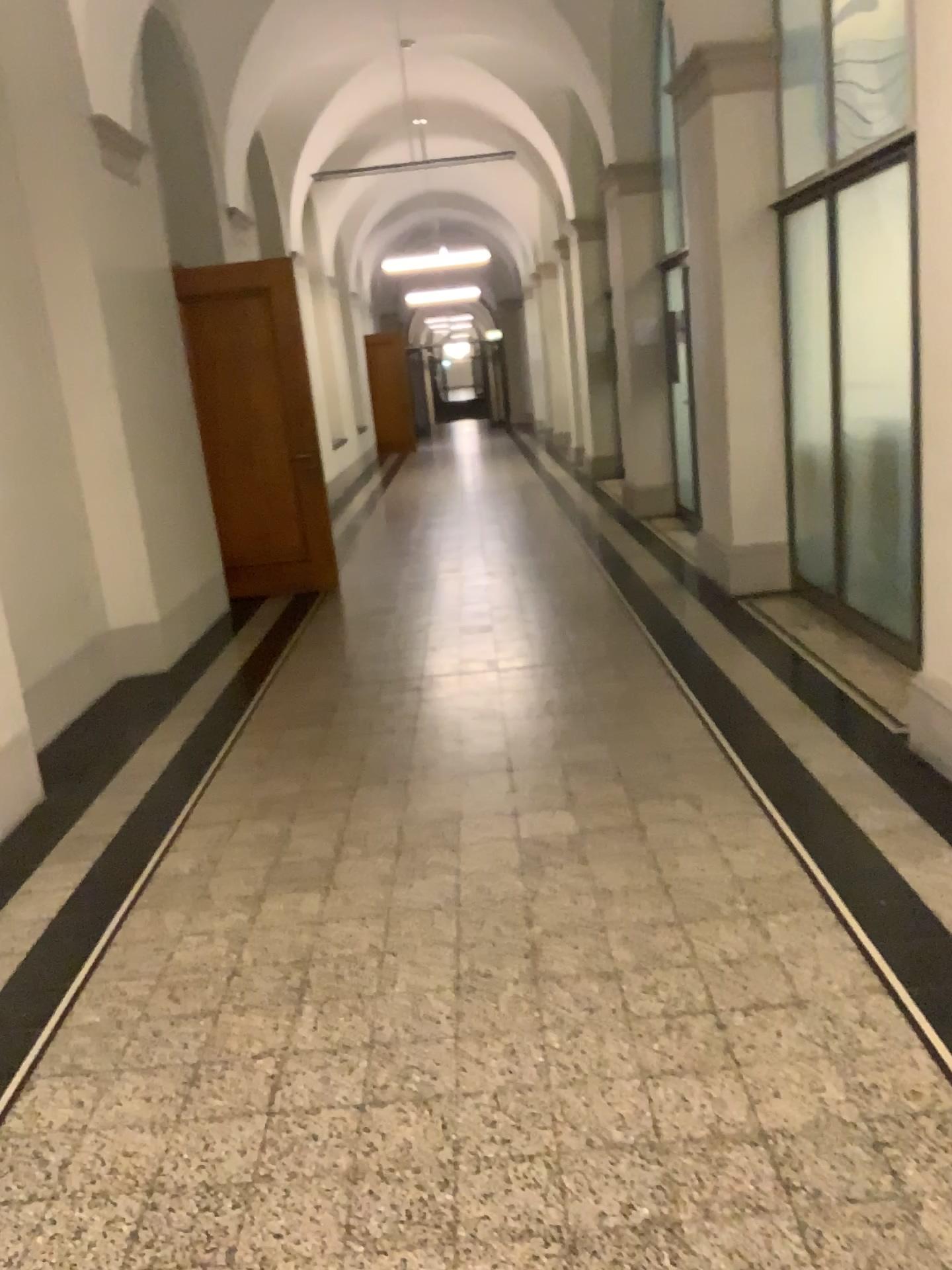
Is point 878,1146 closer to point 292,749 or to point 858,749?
point 858,749
